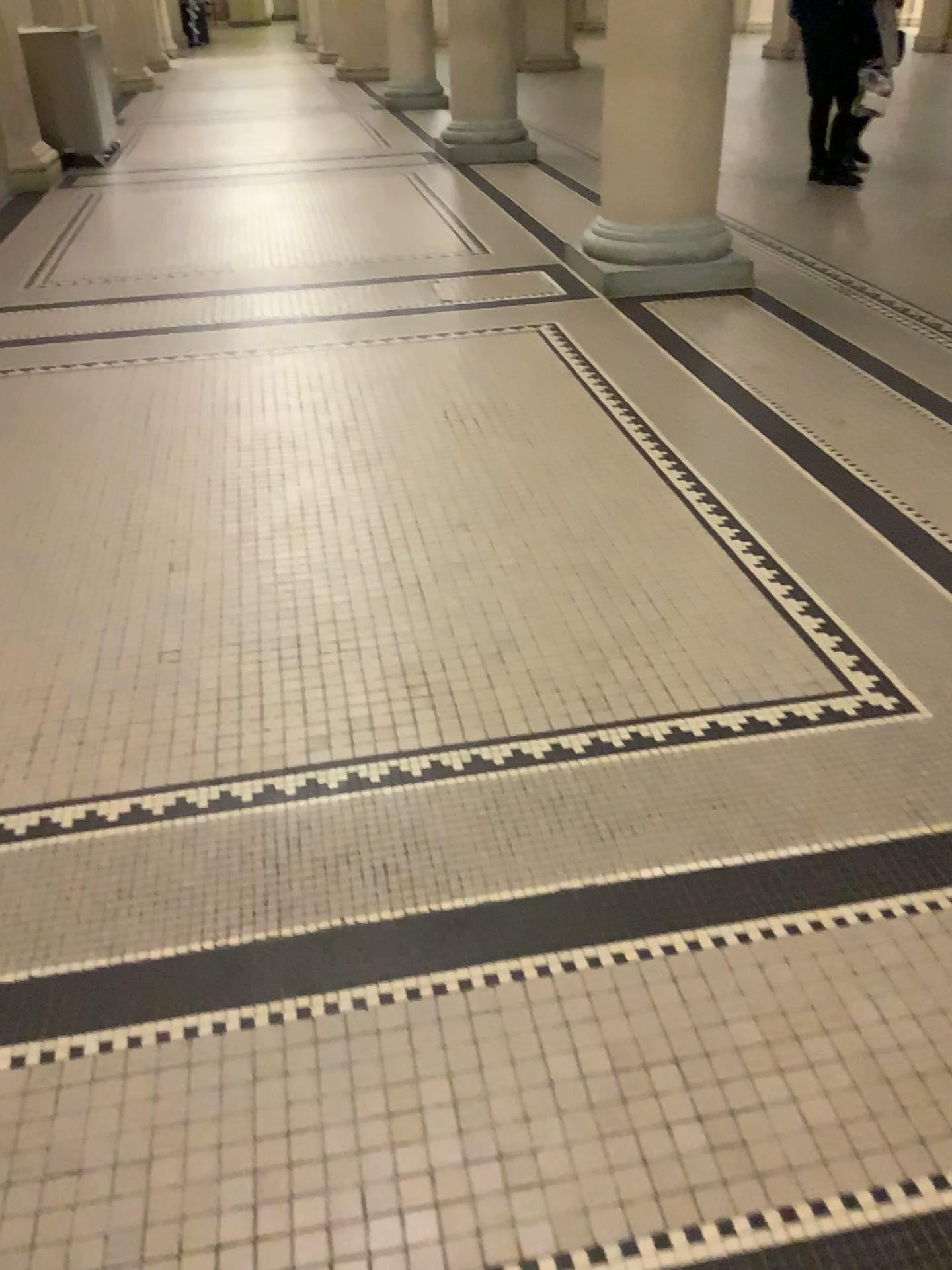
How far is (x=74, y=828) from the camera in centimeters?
189cm
